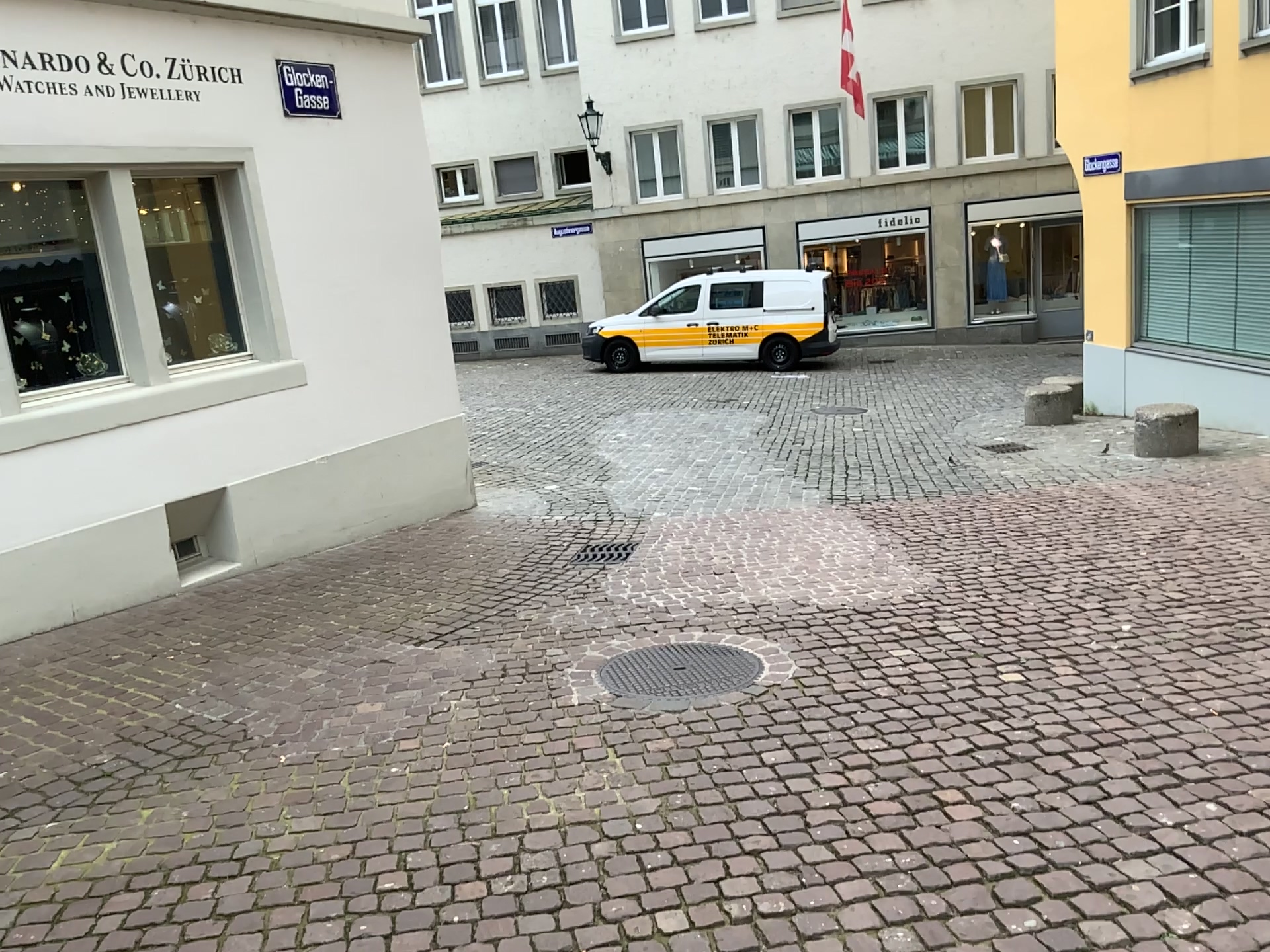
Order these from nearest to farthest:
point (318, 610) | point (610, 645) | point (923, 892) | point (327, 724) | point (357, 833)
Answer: point (923, 892), point (357, 833), point (327, 724), point (610, 645), point (318, 610)
